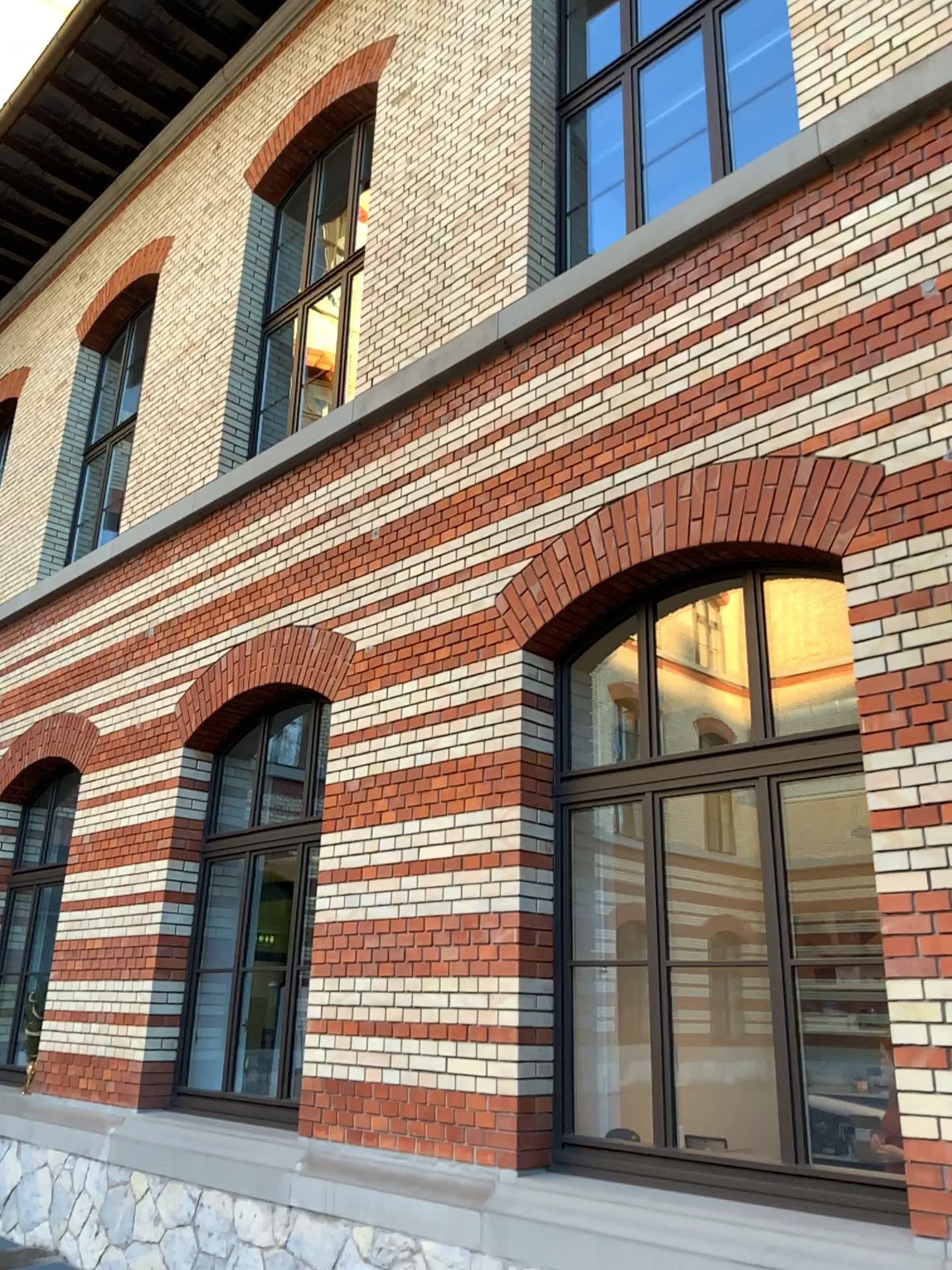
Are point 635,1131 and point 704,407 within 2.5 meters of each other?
no
